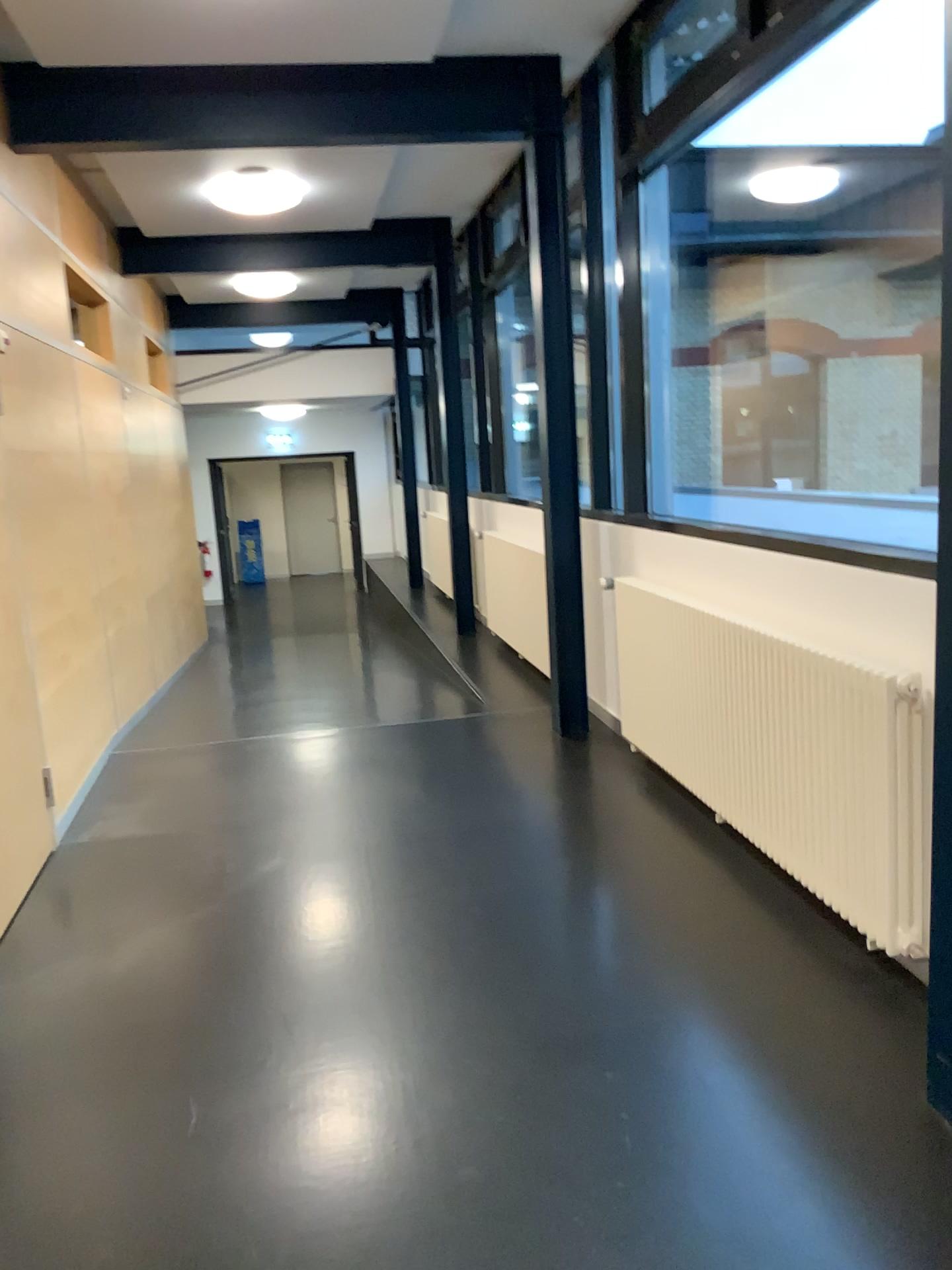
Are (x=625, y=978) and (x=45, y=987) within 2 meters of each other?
yes
